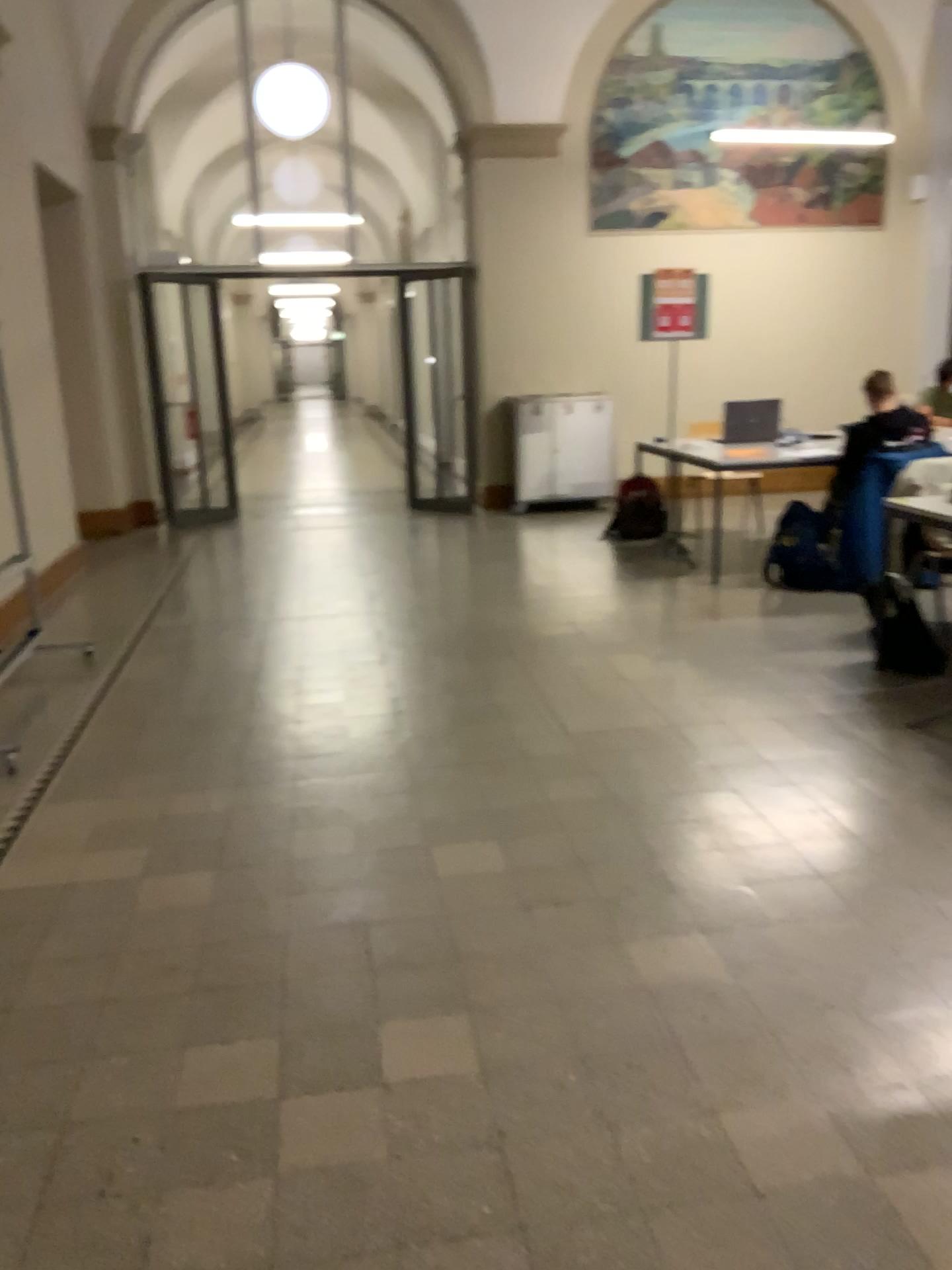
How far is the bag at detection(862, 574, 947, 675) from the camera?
4.46m

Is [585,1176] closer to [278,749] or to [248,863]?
[248,863]

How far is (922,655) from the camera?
4.5 meters
